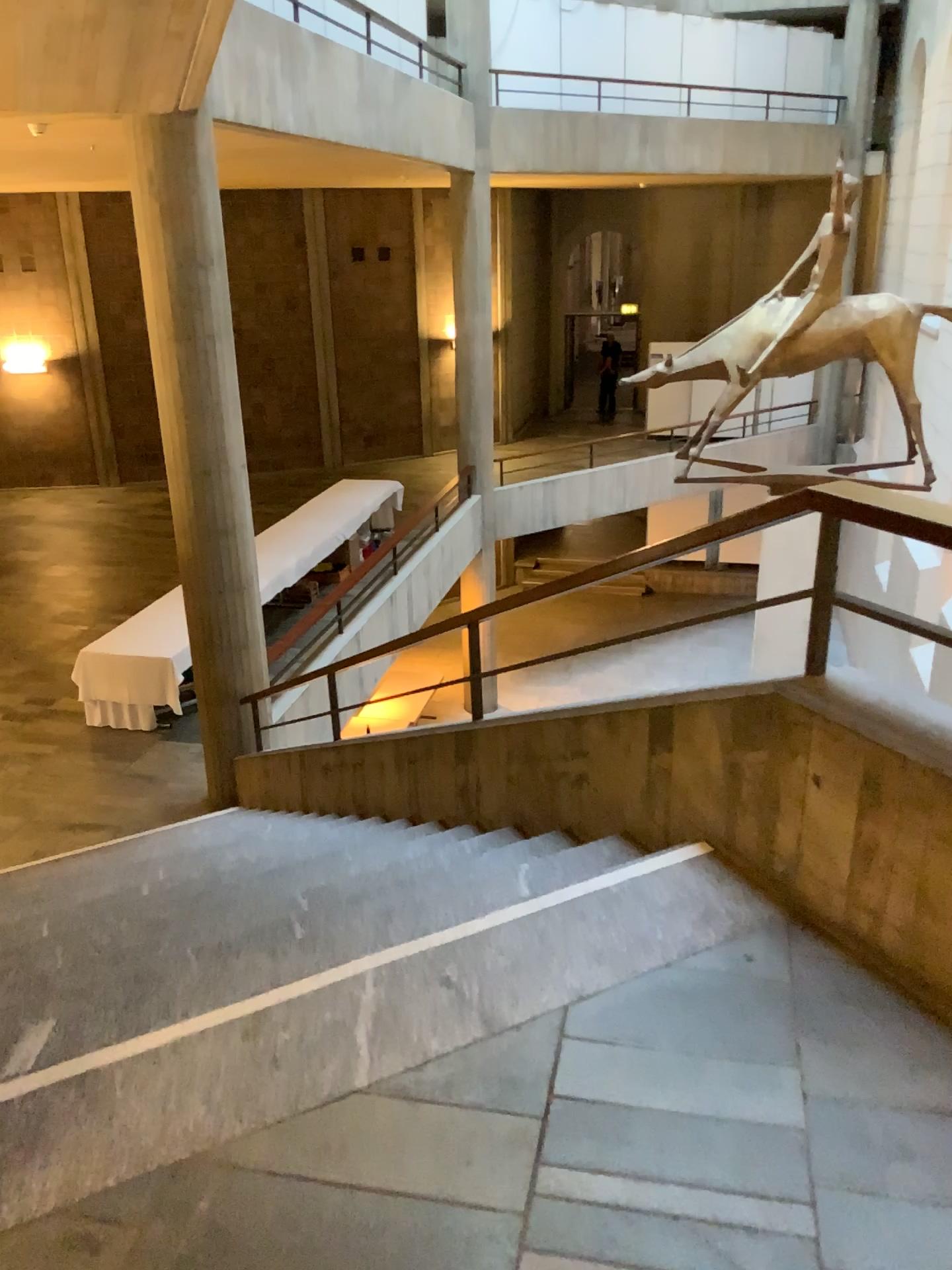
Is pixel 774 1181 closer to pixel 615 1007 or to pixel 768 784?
pixel 615 1007
